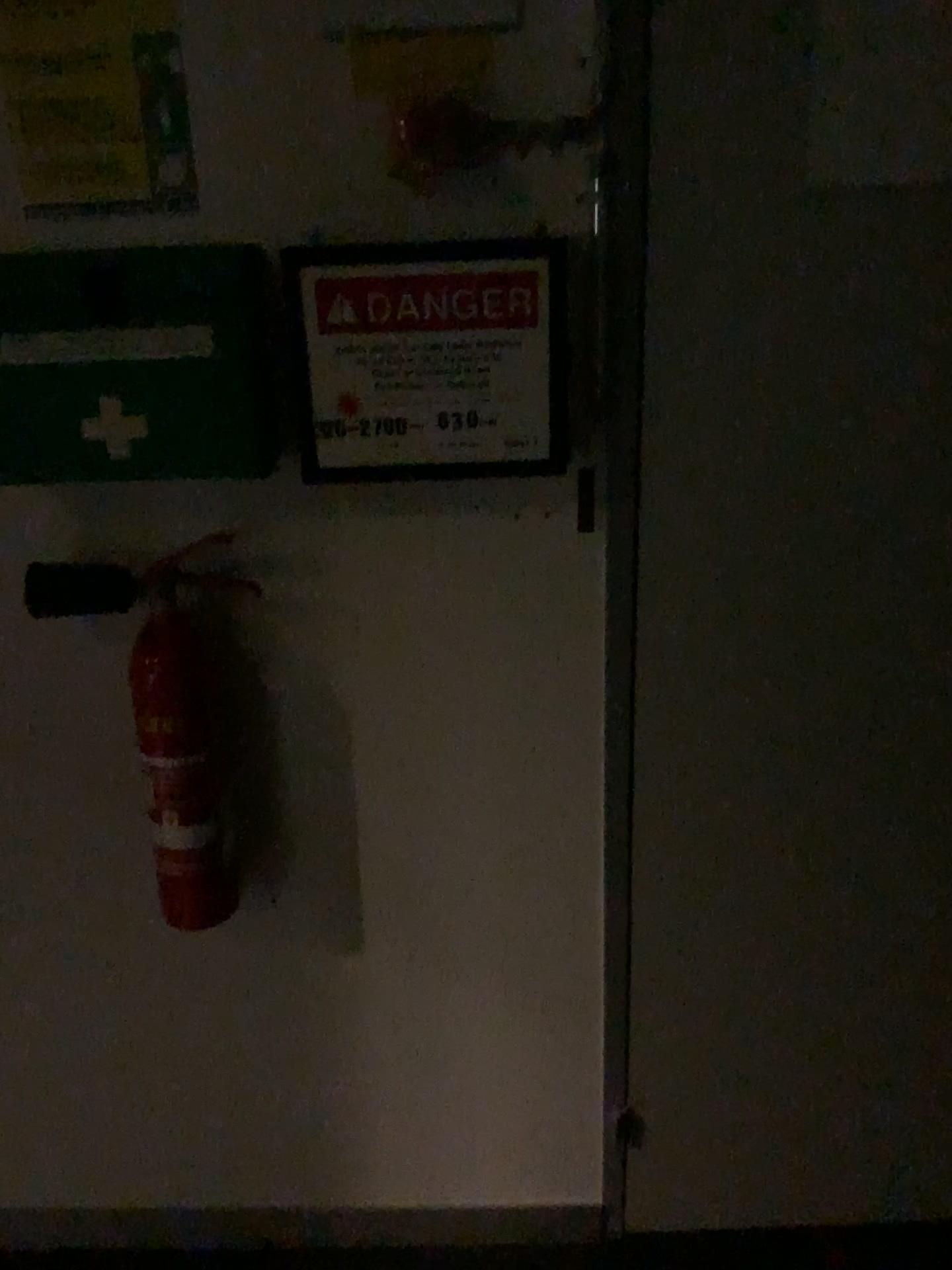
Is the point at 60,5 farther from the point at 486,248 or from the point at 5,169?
the point at 486,248

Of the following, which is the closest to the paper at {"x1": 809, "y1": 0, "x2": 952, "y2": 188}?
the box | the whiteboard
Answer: the whiteboard

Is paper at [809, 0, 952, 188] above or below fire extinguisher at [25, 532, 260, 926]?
above

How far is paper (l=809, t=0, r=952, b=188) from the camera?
1.10m

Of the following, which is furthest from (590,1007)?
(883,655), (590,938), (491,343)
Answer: (491,343)

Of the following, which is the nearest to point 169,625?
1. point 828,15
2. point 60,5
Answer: point 60,5

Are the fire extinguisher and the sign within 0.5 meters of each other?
yes

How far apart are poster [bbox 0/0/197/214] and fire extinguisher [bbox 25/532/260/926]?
0.4m

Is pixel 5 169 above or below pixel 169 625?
above

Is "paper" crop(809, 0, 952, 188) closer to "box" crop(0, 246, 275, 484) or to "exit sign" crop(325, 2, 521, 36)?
"exit sign" crop(325, 2, 521, 36)
